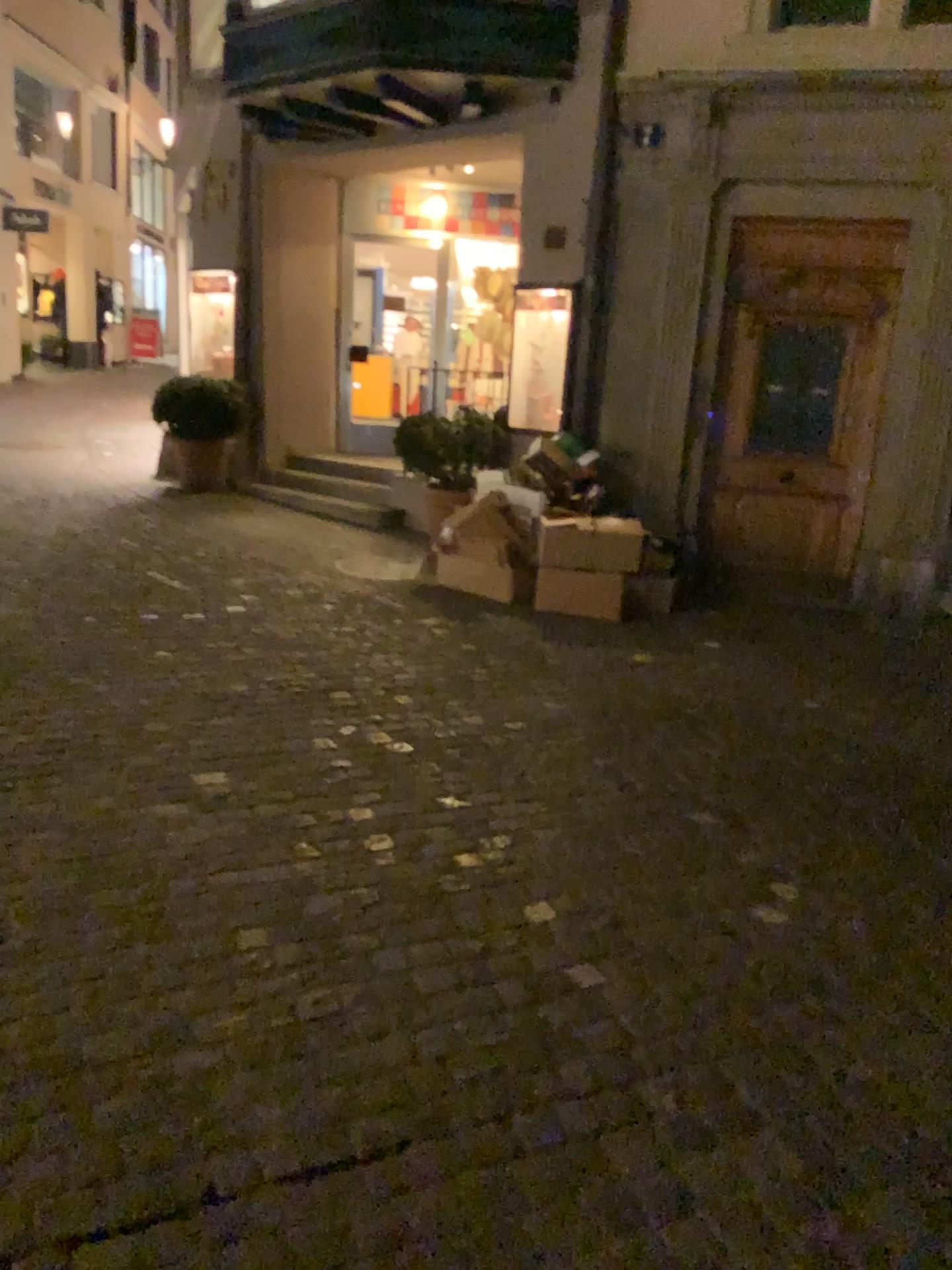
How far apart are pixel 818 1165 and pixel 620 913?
0.94m
